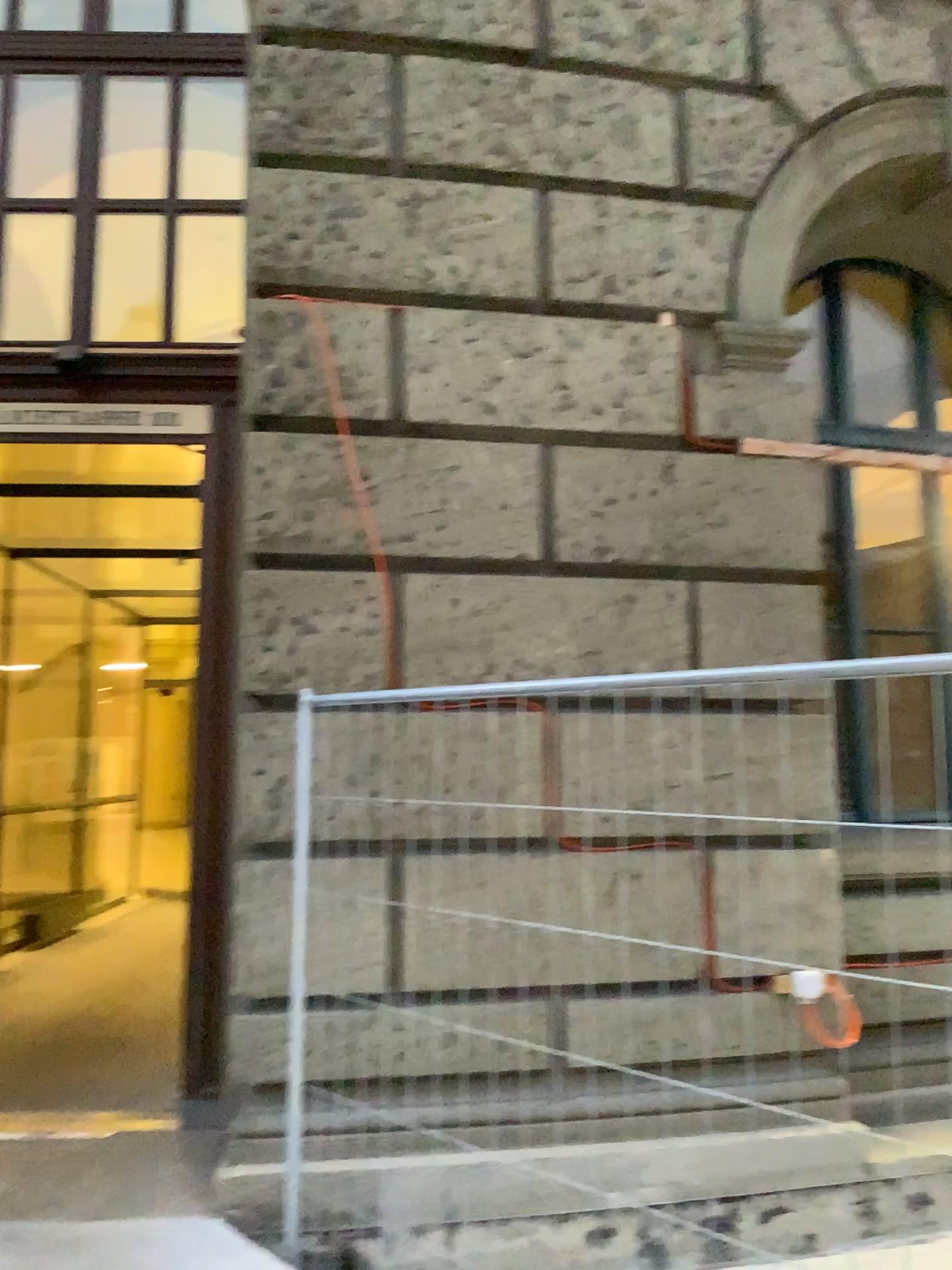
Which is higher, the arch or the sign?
the arch

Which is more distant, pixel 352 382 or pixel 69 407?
pixel 69 407

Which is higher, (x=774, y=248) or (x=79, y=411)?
(x=774, y=248)
